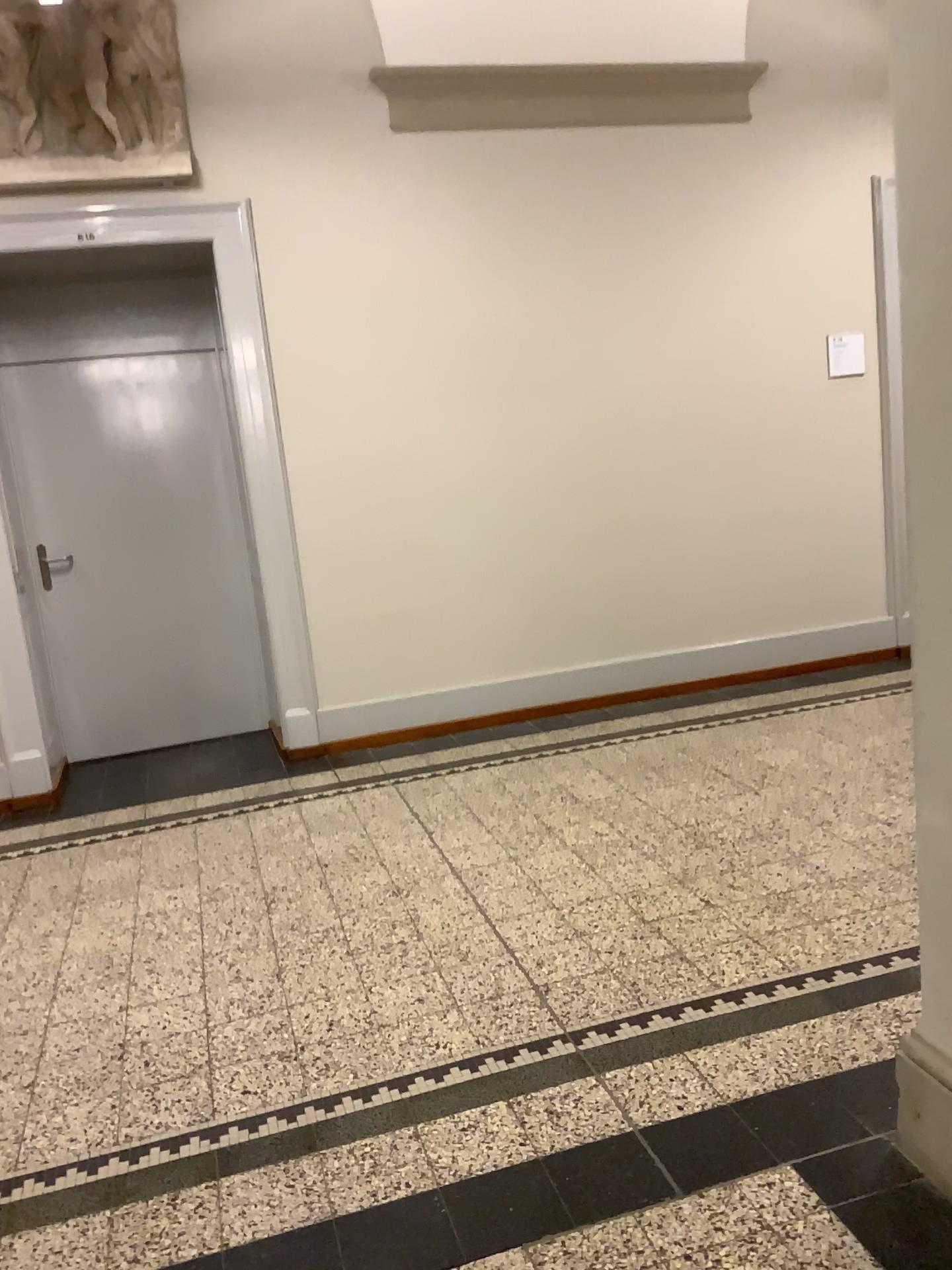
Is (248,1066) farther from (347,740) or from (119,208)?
(119,208)

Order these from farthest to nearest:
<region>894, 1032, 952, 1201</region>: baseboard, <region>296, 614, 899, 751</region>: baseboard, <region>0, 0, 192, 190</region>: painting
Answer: <region>296, 614, 899, 751</region>: baseboard
<region>0, 0, 192, 190</region>: painting
<region>894, 1032, 952, 1201</region>: baseboard

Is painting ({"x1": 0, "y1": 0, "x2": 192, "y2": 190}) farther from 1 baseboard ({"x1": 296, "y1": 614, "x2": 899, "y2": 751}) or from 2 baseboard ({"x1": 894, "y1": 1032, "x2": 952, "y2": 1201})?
2 baseboard ({"x1": 894, "y1": 1032, "x2": 952, "y2": 1201})

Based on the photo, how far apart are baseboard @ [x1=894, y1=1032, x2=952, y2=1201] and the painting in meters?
4.2

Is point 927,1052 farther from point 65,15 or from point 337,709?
point 65,15

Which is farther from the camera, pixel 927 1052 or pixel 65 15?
pixel 65 15

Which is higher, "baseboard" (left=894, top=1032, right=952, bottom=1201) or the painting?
the painting

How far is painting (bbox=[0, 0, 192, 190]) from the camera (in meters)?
4.26

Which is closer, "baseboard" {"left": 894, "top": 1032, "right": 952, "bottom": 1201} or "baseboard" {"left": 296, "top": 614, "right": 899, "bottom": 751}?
"baseboard" {"left": 894, "top": 1032, "right": 952, "bottom": 1201}

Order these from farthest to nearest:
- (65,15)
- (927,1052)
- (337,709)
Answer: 1. (337,709)
2. (65,15)
3. (927,1052)
